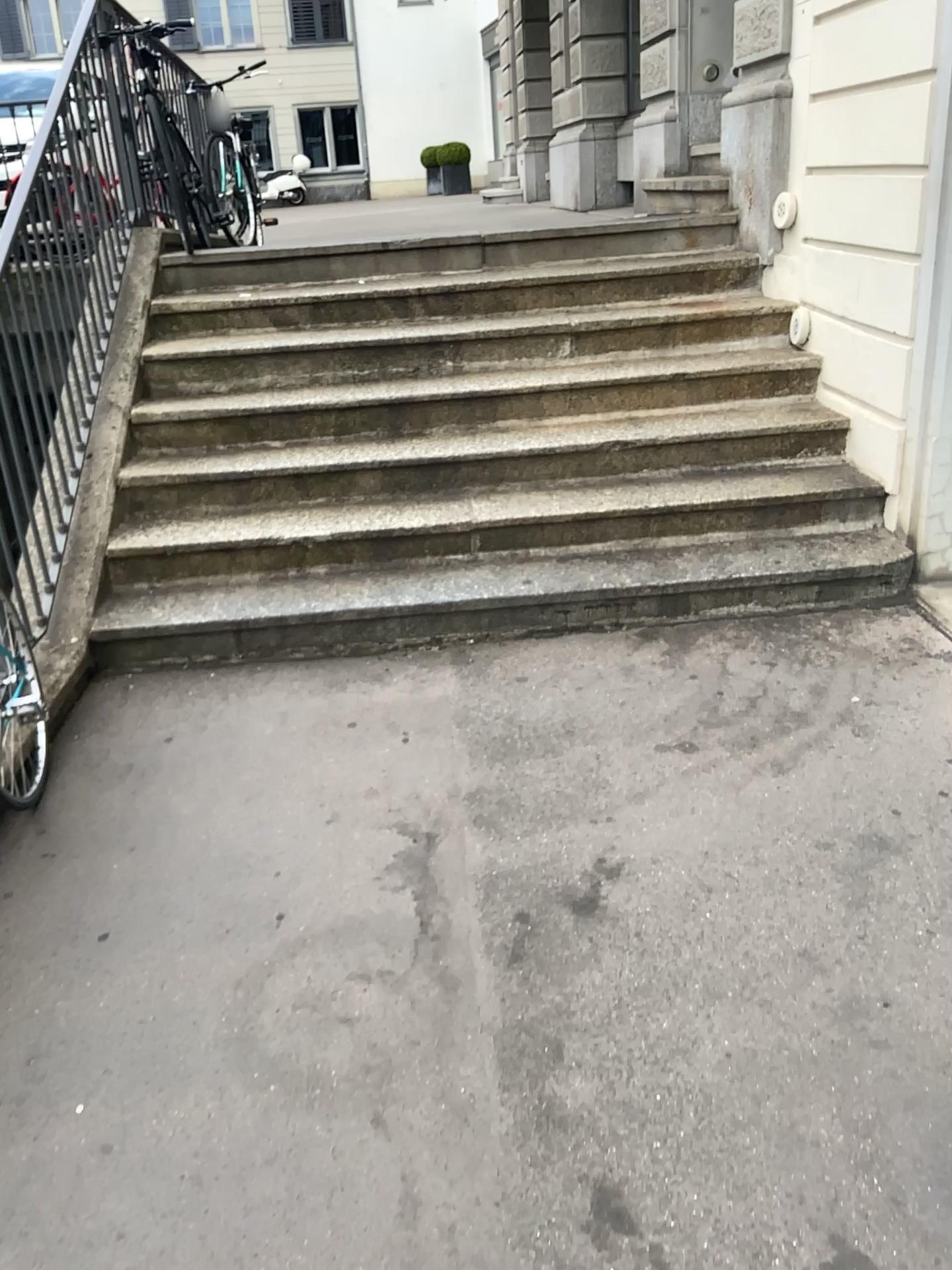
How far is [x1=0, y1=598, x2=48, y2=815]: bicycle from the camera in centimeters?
280cm

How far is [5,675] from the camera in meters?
2.8 m

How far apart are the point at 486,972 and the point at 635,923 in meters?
0.3
